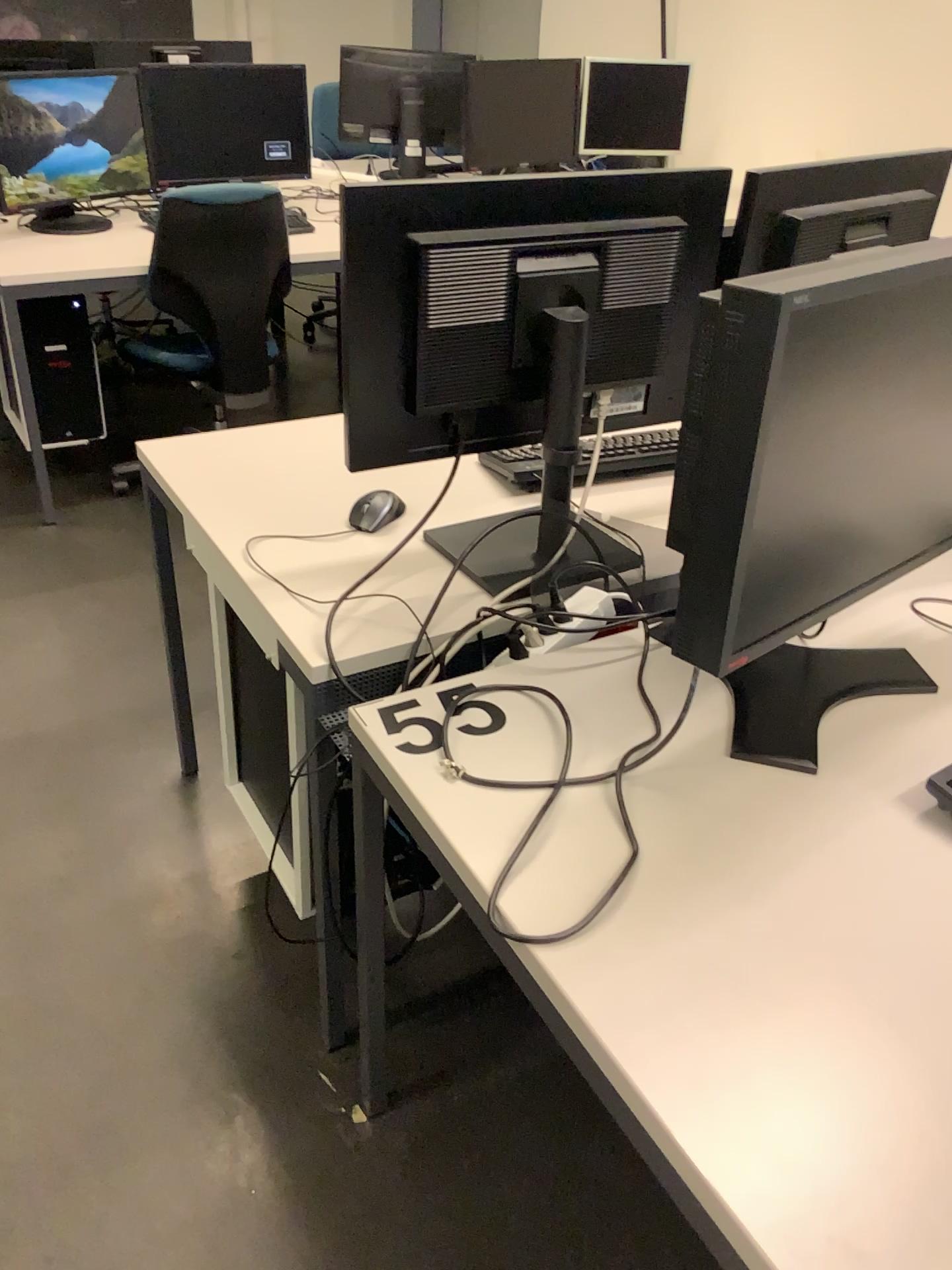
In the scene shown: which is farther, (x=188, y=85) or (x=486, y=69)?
(x=486, y=69)

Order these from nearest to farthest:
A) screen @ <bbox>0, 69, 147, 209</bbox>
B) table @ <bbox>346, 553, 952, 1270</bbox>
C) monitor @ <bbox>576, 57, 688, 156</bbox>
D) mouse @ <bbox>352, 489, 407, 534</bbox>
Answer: table @ <bbox>346, 553, 952, 1270</bbox> < mouse @ <bbox>352, 489, 407, 534</bbox> < screen @ <bbox>0, 69, 147, 209</bbox> < monitor @ <bbox>576, 57, 688, 156</bbox>

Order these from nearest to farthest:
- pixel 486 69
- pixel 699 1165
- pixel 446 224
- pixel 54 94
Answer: pixel 699 1165 < pixel 446 224 < pixel 54 94 < pixel 486 69

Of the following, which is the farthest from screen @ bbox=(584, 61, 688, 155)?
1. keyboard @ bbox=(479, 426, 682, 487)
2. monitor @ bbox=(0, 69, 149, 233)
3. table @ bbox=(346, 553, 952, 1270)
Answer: table @ bbox=(346, 553, 952, 1270)

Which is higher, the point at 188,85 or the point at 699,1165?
the point at 188,85

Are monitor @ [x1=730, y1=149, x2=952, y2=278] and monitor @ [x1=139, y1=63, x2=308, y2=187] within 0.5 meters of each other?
no

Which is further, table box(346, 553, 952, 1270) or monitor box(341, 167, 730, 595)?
monitor box(341, 167, 730, 595)

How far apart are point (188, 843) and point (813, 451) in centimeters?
148cm

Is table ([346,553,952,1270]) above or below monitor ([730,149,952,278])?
below

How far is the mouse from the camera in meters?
1.6
